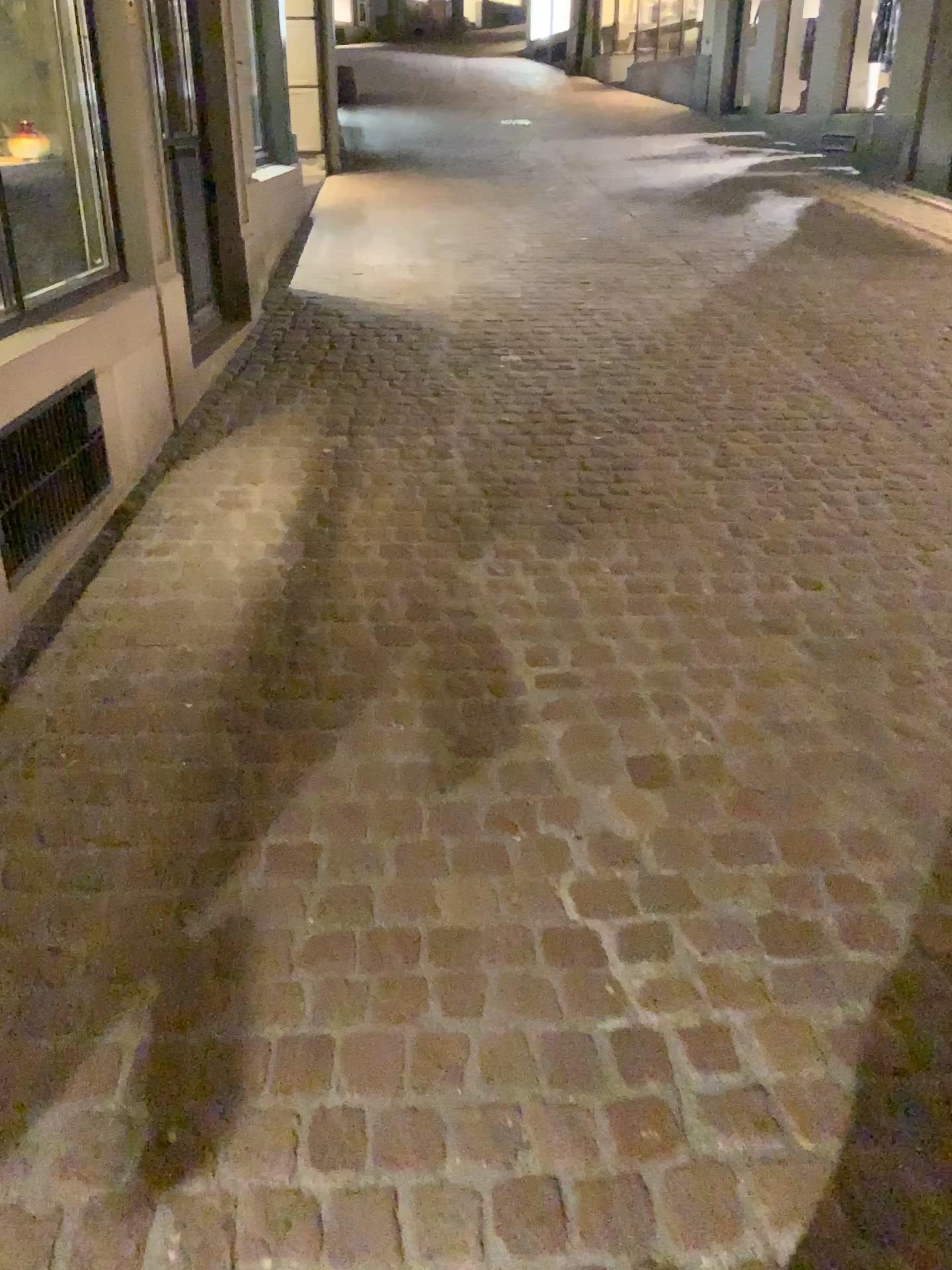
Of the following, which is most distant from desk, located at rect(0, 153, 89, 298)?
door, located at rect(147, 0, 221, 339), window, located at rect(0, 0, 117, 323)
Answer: door, located at rect(147, 0, 221, 339)

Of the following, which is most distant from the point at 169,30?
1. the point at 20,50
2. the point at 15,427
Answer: the point at 15,427

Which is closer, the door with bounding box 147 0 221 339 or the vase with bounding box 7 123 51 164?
the vase with bounding box 7 123 51 164

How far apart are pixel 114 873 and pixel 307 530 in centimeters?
136cm

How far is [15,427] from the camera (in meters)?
2.42

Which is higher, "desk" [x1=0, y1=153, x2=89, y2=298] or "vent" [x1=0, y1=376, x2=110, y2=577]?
"desk" [x1=0, y1=153, x2=89, y2=298]

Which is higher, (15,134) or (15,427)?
(15,134)

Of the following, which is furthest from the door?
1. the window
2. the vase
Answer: the vase

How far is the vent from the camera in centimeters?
242cm

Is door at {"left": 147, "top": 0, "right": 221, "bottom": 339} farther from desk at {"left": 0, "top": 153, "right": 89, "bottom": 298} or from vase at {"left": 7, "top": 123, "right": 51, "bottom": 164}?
vase at {"left": 7, "top": 123, "right": 51, "bottom": 164}
